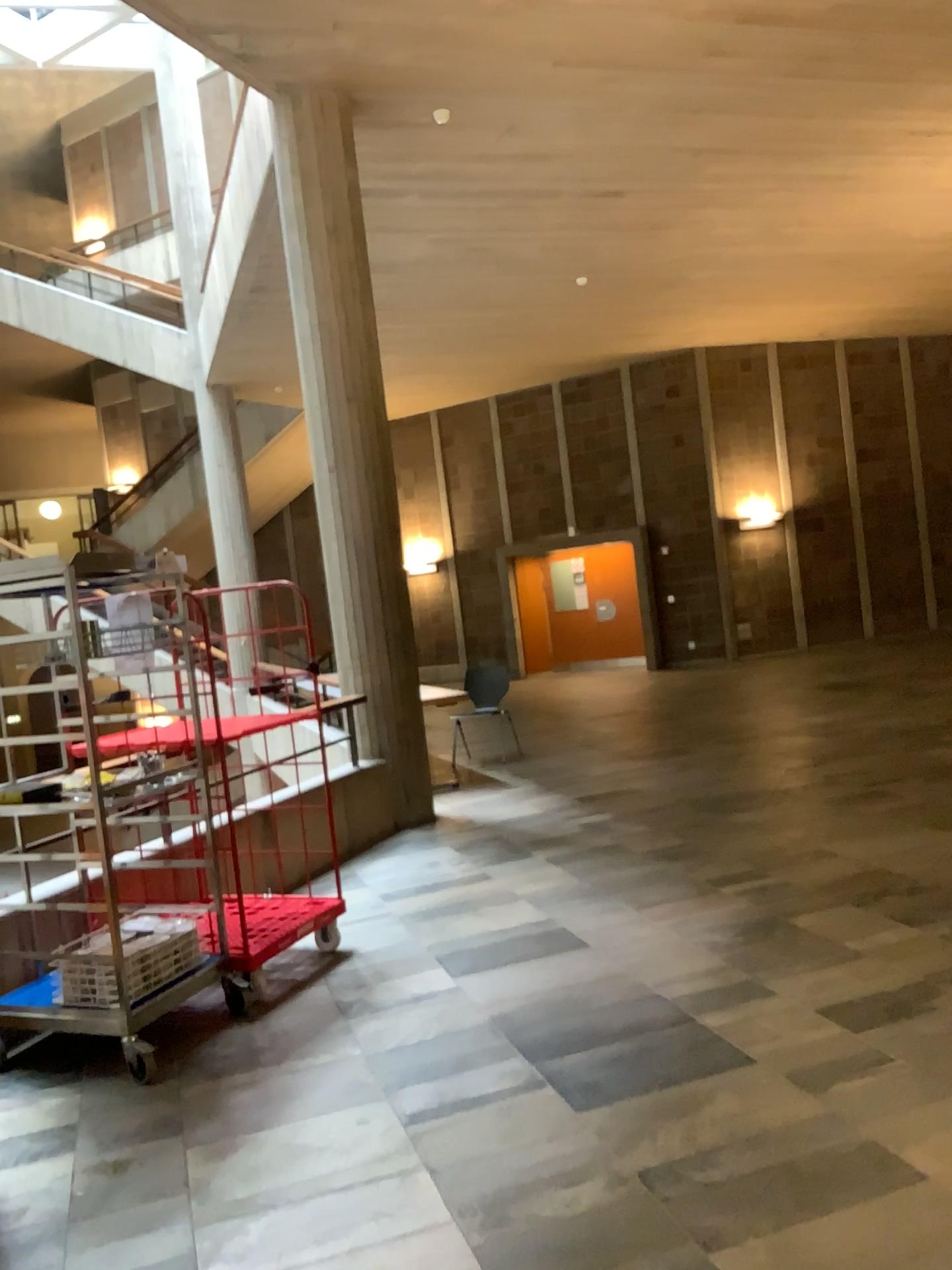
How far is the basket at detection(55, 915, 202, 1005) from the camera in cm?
367

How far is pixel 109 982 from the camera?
3.67m

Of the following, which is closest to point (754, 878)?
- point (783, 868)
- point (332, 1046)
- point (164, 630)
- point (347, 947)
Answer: point (783, 868)
